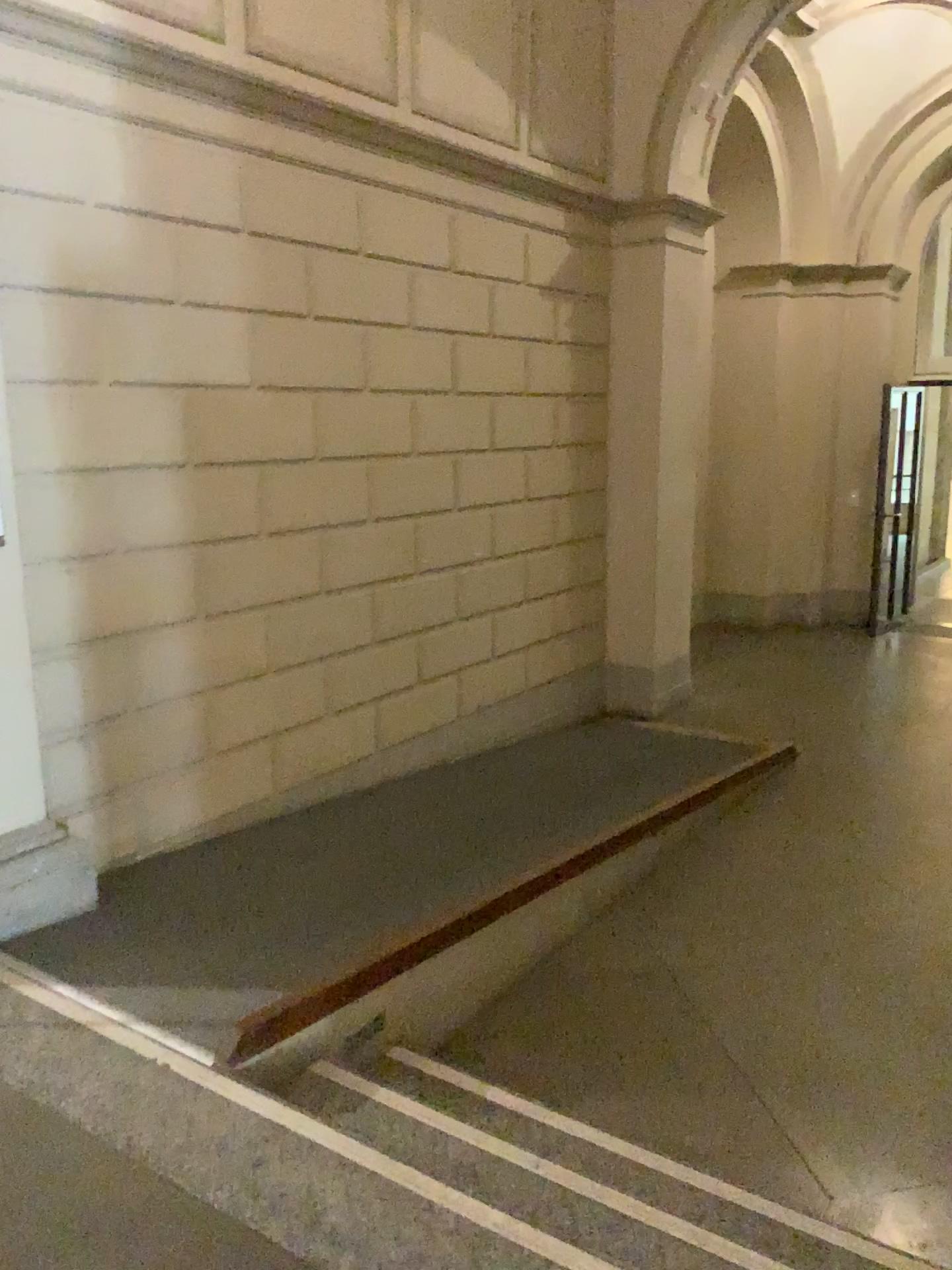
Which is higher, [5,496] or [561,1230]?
[5,496]

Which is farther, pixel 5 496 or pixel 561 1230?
pixel 5 496

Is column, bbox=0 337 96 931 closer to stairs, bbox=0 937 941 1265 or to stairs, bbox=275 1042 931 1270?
stairs, bbox=0 937 941 1265

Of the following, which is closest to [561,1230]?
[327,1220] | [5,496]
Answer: [327,1220]

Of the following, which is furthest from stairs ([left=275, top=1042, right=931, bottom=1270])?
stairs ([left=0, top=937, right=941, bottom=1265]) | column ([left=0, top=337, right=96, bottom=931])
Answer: column ([left=0, top=337, right=96, bottom=931])

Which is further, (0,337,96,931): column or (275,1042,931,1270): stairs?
(0,337,96,931): column

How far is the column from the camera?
3.19m

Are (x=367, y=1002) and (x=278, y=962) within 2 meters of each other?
yes
